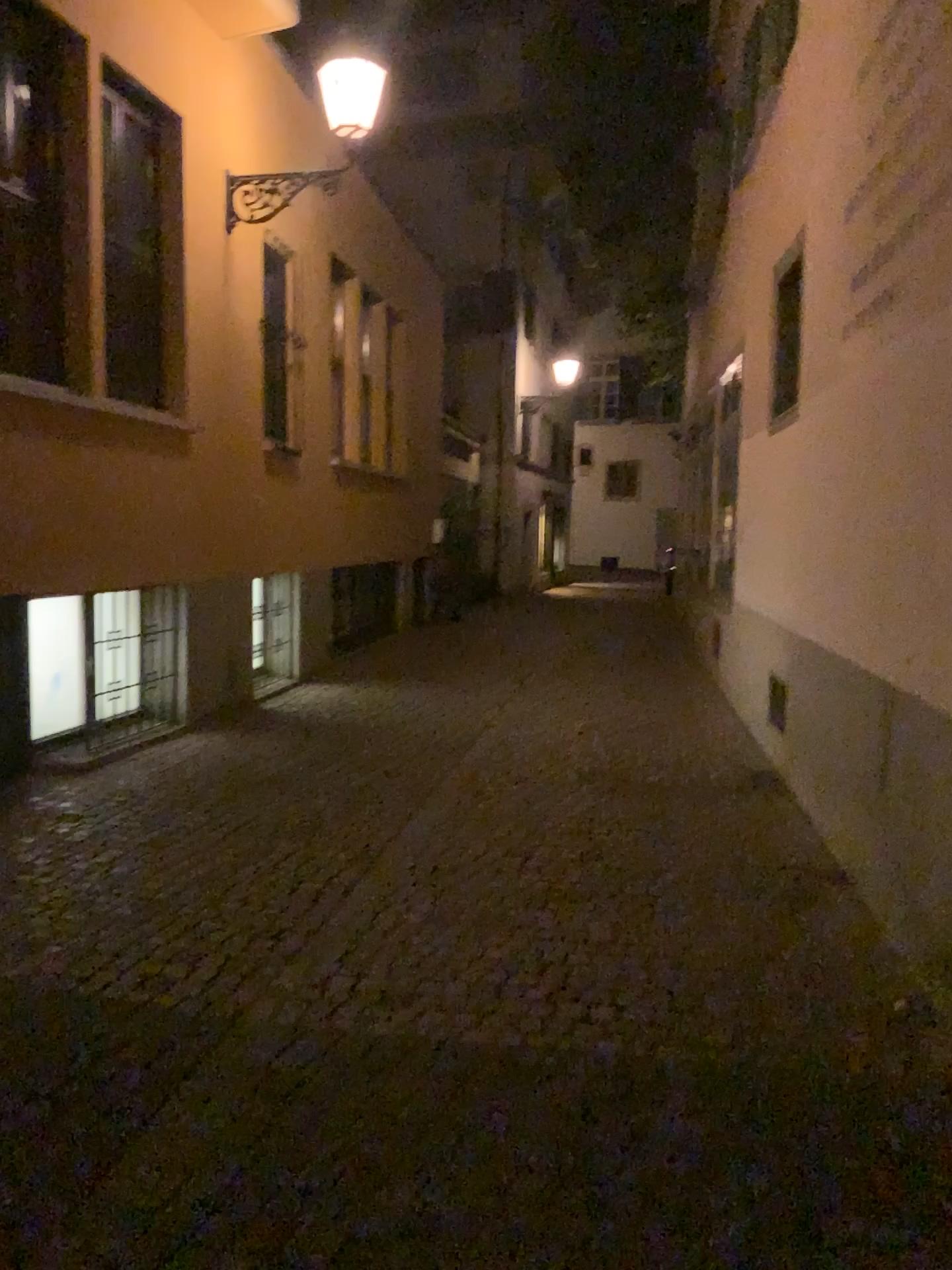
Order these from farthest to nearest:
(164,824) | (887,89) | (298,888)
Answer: (164,824) → (298,888) → (887,89)
